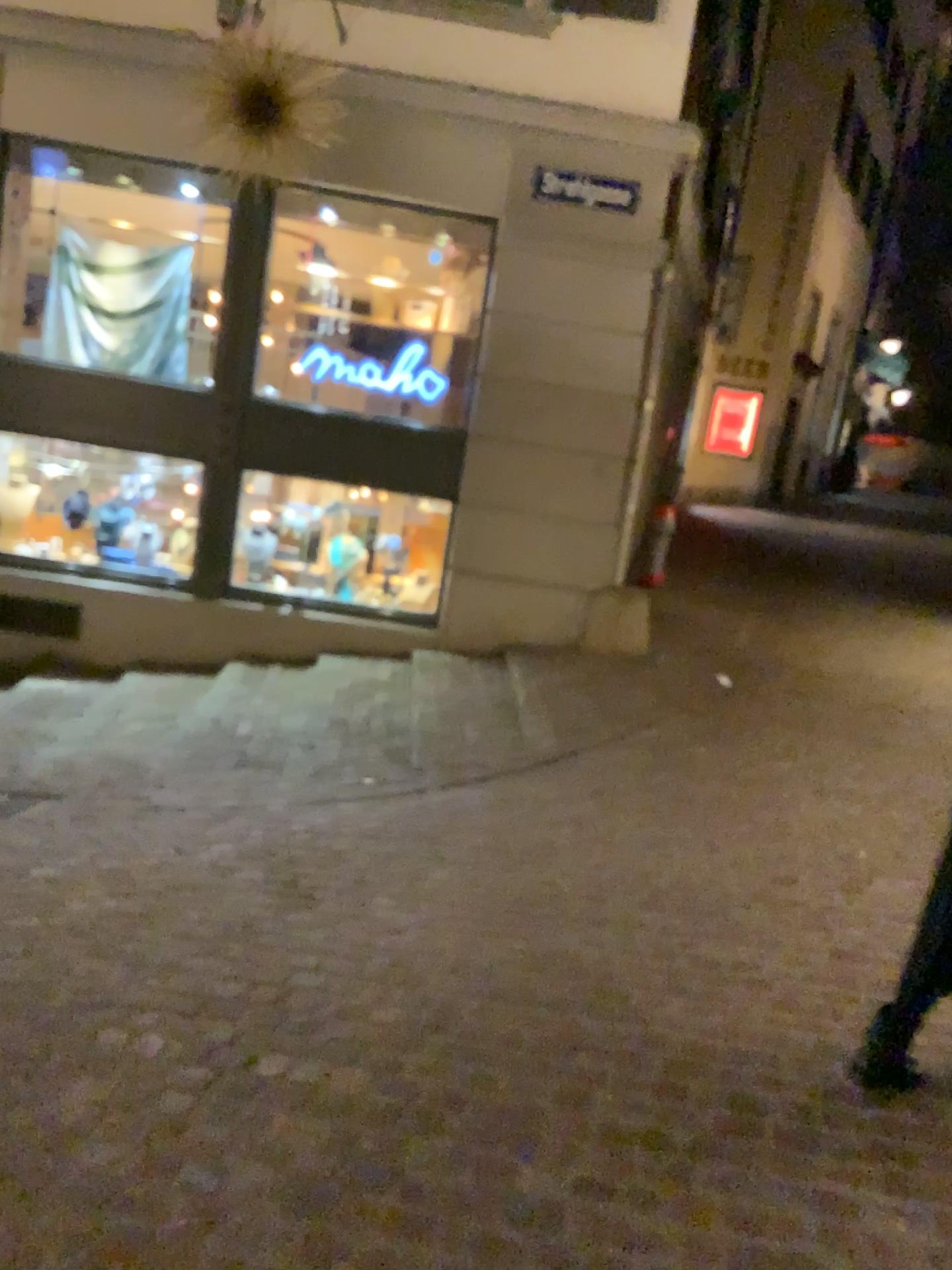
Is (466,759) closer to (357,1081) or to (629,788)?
(629,788)
